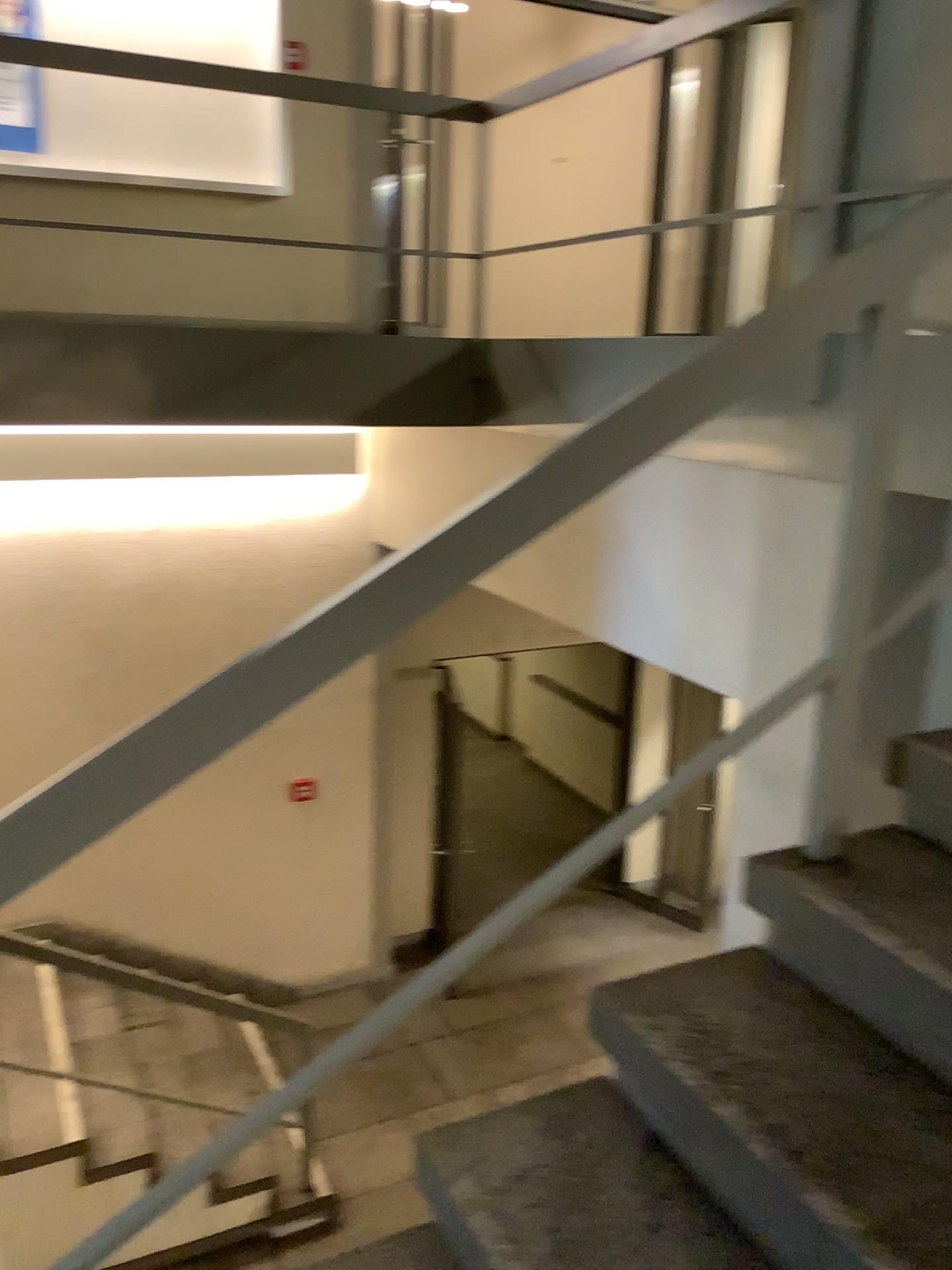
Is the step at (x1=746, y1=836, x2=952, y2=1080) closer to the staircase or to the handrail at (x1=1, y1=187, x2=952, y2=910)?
the staircase

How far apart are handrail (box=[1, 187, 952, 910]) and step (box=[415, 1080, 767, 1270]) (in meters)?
0.68

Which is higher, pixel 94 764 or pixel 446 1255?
pixel 94 764

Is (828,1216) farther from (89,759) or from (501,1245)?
(89,759)

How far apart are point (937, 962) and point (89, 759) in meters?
1.1

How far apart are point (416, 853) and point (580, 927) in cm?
64

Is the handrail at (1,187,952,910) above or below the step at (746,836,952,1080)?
above

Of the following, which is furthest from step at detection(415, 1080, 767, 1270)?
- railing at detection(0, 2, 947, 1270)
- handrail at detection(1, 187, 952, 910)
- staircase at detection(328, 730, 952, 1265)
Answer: handrail at detection(1, 187, 952, 910)

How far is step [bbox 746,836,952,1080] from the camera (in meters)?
1.43

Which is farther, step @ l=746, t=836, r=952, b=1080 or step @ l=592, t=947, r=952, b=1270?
step @ l=746, t=836, r=952, b=1080
